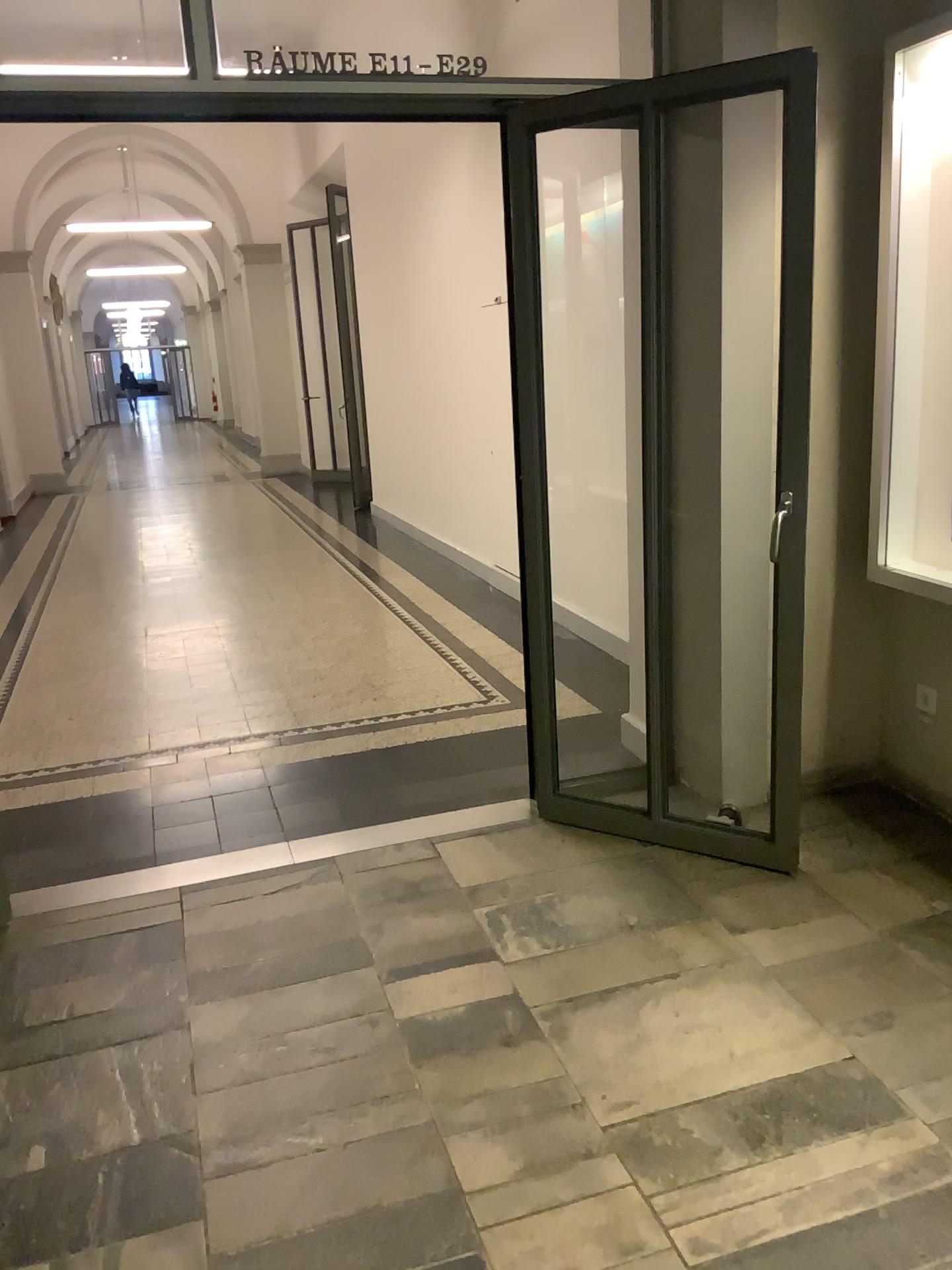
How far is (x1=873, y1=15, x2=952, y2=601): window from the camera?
2.8 meters

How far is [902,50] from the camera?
2.8m

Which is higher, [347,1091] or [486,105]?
[486,105]
